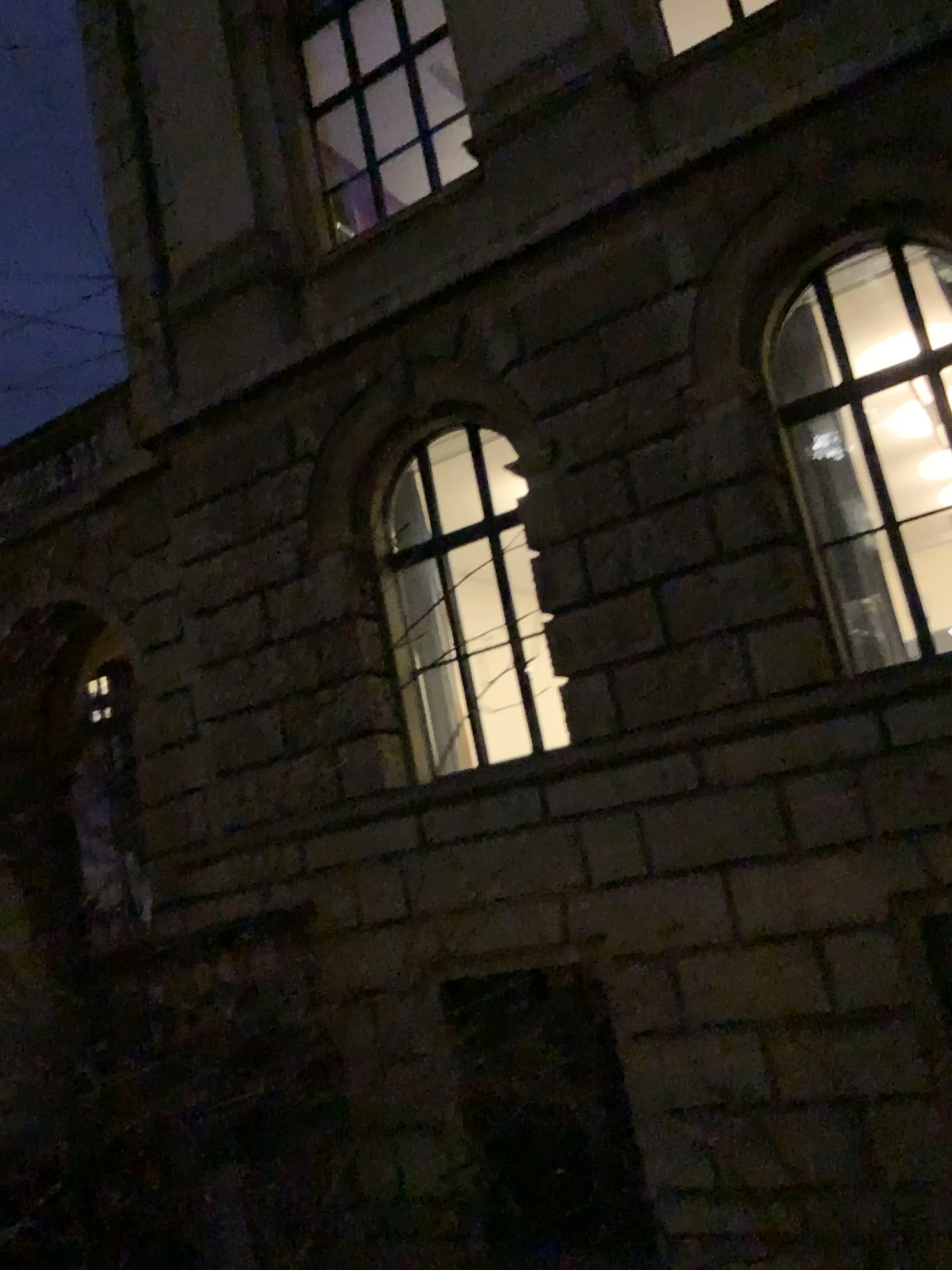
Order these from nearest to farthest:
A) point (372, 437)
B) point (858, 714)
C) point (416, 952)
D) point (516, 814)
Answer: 1. point (858, 714)
2. point (372, 437)
3. point (516, 814)
4. point (416, 952)
